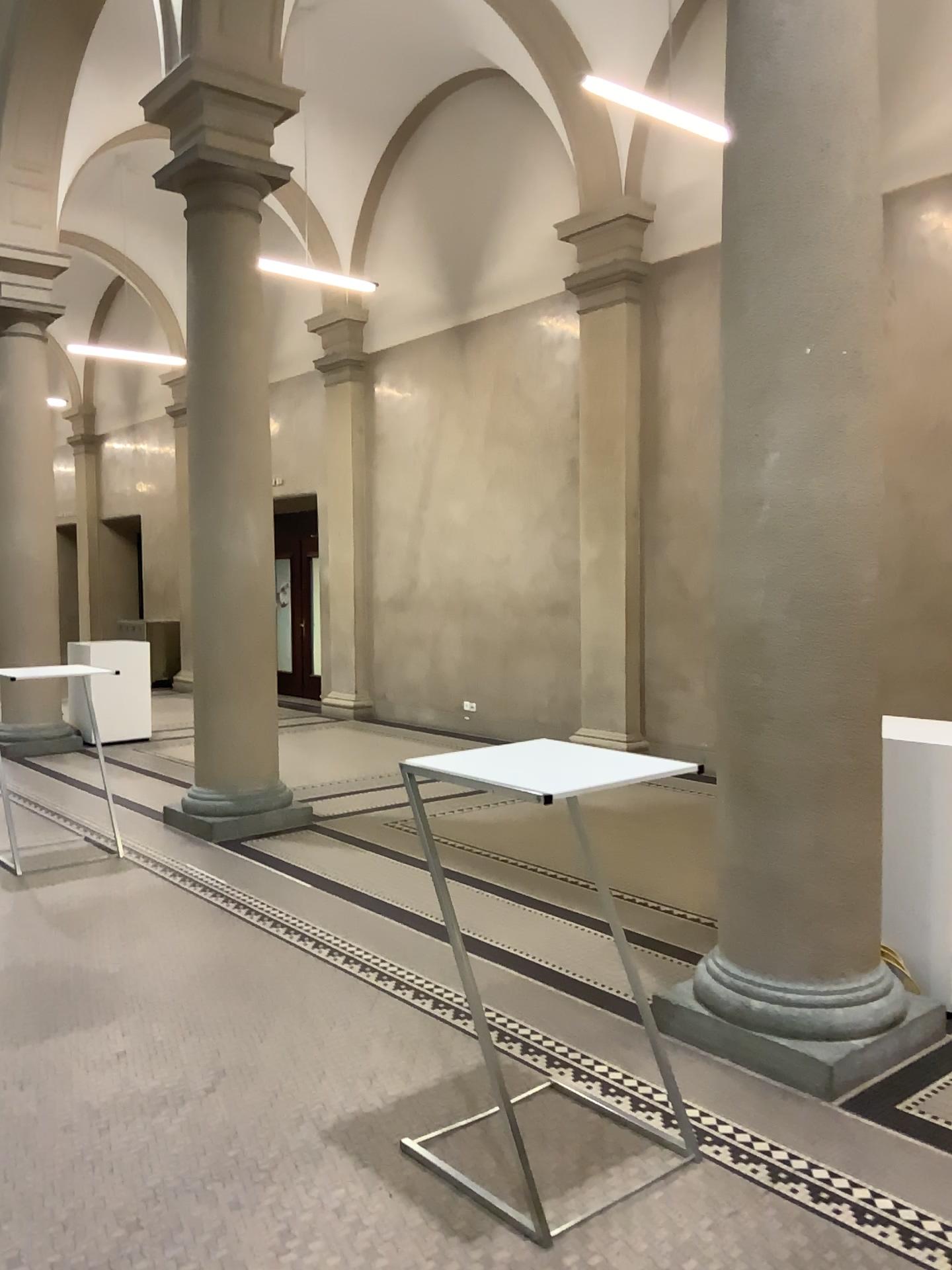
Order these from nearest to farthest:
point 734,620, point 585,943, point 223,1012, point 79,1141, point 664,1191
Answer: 1. point 664,1191
2. point 79,1141
3. point 734,620
4. point 223,1012
5. point 585,943

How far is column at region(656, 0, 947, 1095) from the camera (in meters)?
3.35

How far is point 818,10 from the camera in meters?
3.3 m
